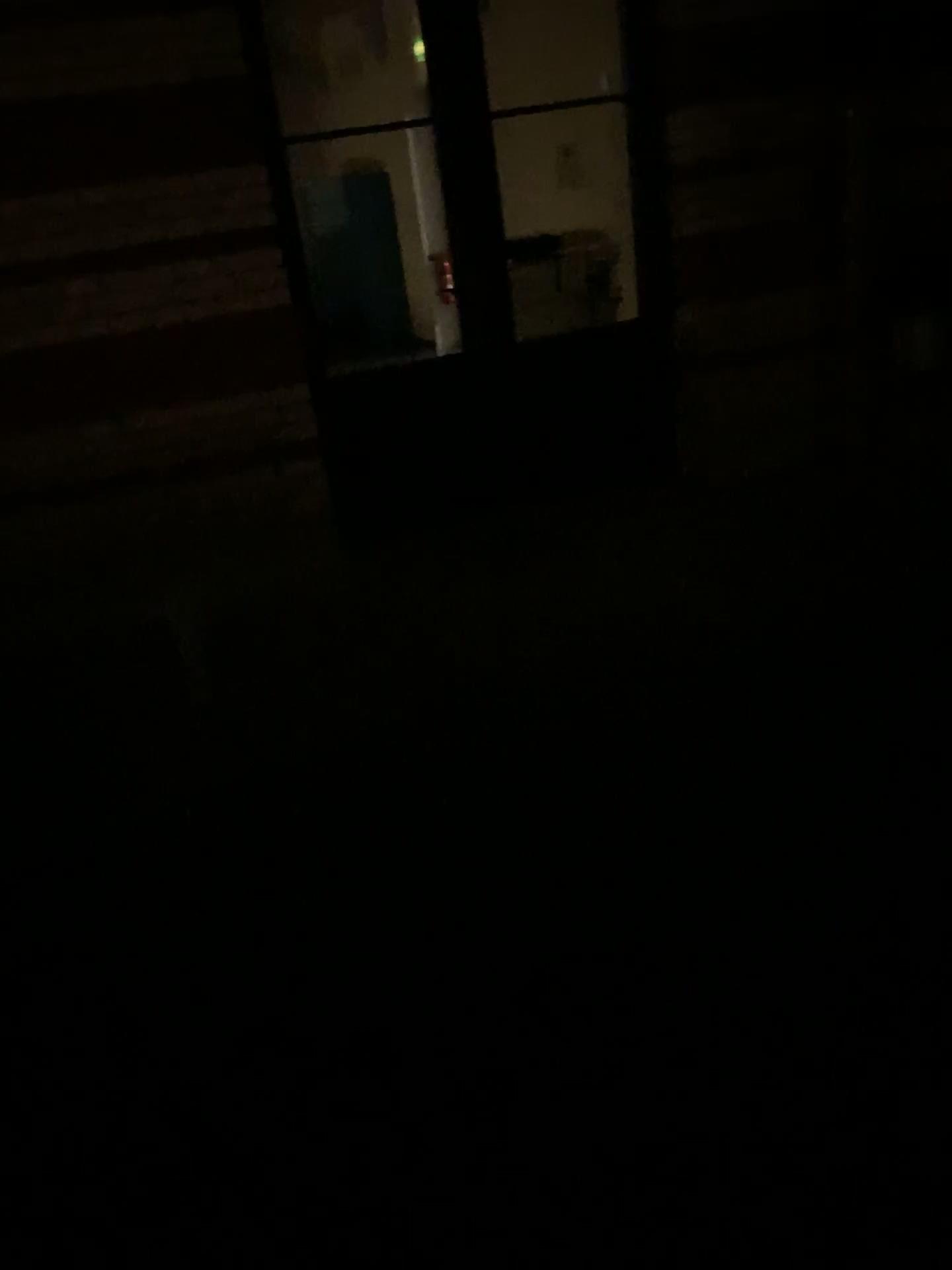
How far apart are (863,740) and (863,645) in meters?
0.5
